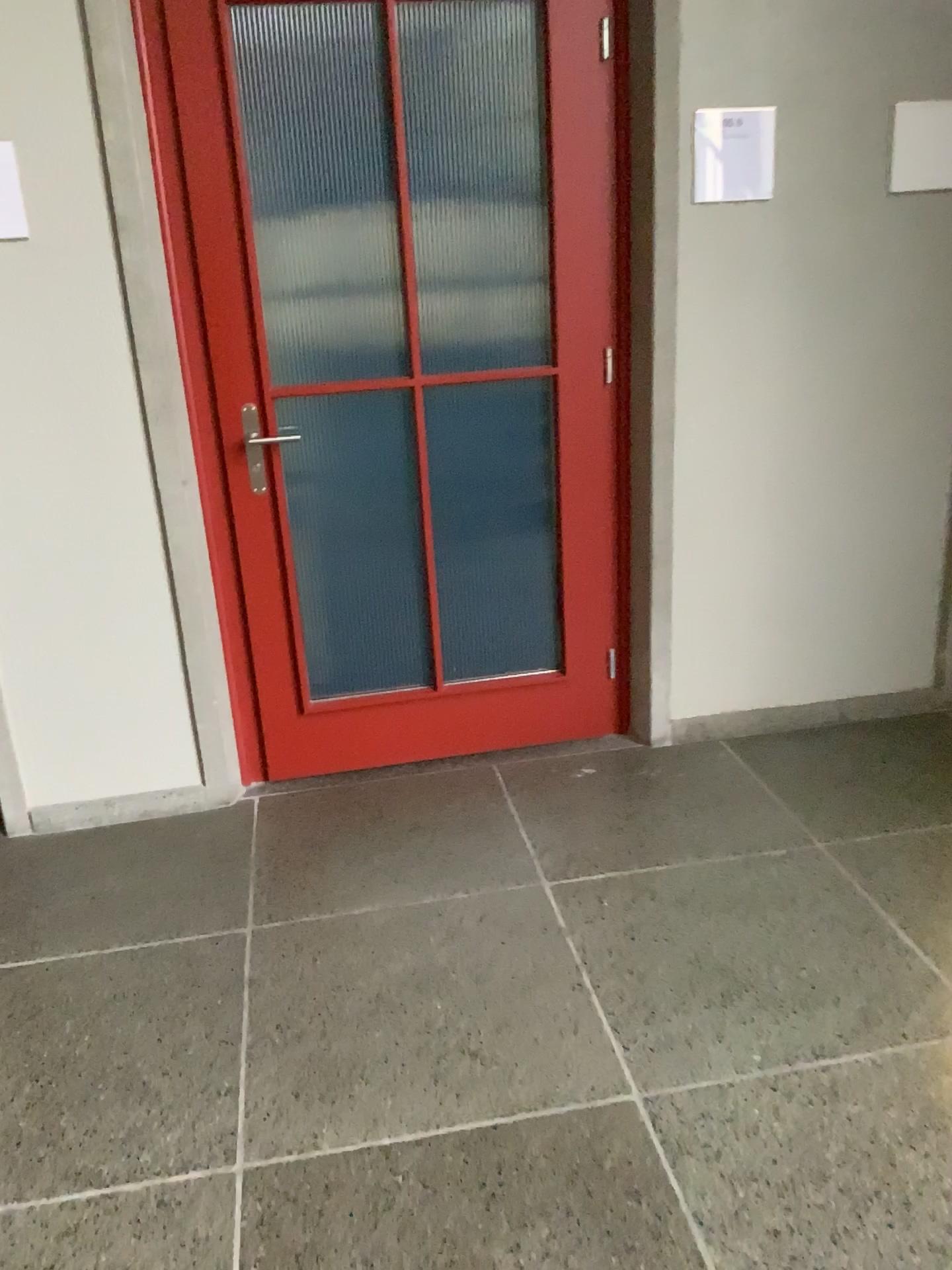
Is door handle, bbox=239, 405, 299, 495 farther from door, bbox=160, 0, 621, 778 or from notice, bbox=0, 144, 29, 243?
notice, bbox=0, 144, 29, 243

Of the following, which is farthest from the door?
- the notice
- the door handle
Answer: the notice

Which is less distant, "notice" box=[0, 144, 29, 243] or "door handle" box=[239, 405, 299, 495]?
"notice" box=[0, 144, 29, 243]

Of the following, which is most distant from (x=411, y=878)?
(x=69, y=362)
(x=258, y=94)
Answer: (x=258, y=94)

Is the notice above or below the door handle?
above

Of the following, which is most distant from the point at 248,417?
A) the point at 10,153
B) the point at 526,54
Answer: the point at 526,54

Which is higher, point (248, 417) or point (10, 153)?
point (10, 153)

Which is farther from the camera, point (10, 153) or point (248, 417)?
point (248, 417)
